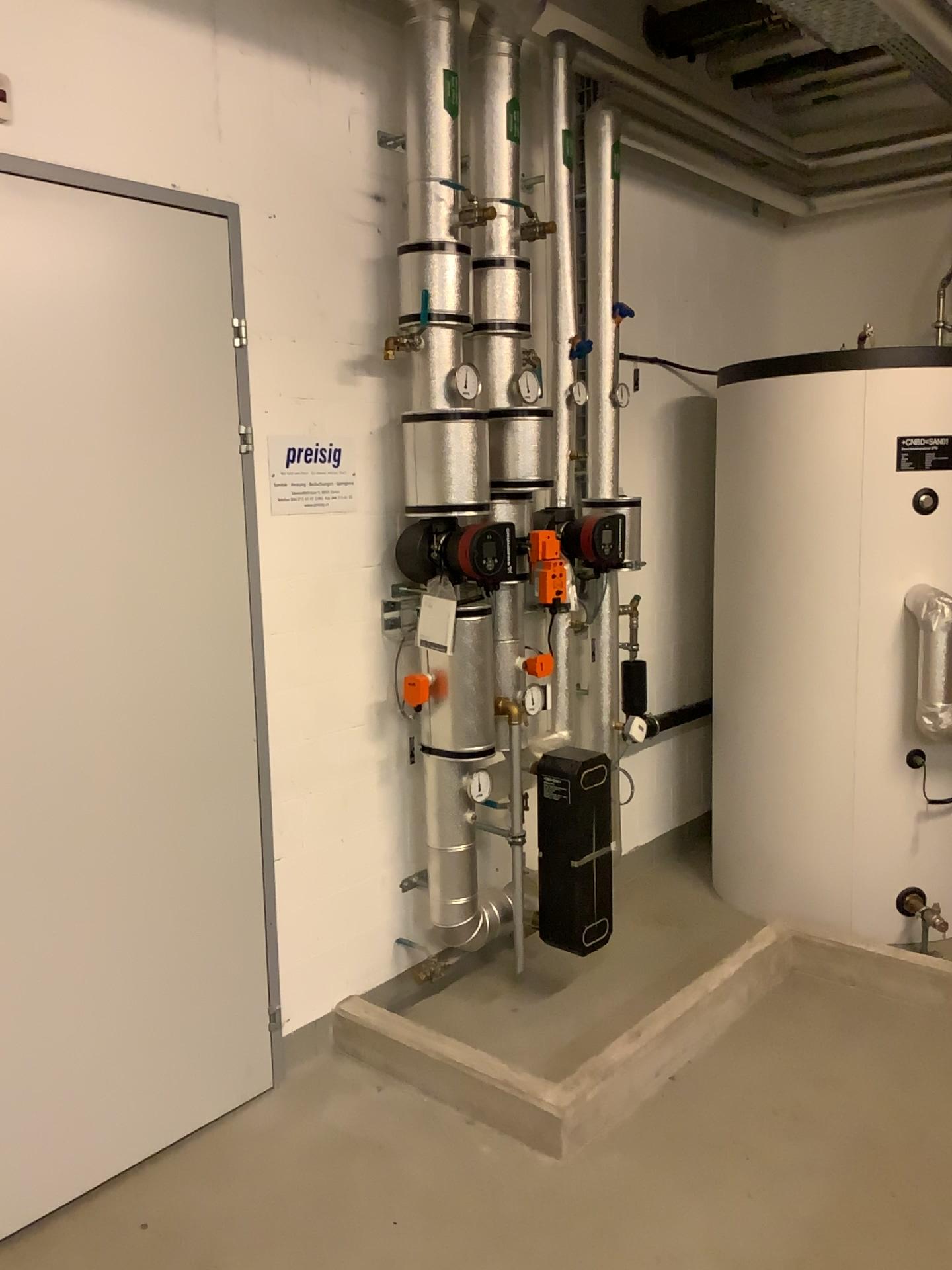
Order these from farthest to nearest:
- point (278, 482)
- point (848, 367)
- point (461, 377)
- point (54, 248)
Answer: point (848, 367)
point (461, 377)
point (278, 482)
point (54, 248)

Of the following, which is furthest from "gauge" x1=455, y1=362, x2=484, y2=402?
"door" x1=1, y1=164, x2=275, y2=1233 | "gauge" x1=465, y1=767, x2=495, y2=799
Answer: "gauge" x1=465, y1=767, x2=495, y2=799

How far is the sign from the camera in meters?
2.7

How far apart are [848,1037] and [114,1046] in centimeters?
195cm

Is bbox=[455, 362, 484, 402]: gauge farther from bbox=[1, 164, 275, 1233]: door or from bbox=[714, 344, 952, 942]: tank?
bbox=[714, 344, 952, 942]: tank

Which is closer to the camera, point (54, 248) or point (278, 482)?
point (54, 248)

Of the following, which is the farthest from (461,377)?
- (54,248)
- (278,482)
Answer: (54,248)

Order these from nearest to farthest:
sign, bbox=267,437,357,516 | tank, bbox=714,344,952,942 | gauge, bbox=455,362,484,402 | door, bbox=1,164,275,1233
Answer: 1. door, bbox=1,164,275,1233
2. sign, bbox=267,437,357,516
3. gauge, bbox=455,362,484,402
4. tank, bbox=714,344,952,942

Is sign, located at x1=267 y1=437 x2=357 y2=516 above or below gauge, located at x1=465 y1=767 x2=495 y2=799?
above

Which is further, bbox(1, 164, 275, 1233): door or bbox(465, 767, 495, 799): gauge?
bbox(465, 767, 495, 799): gauge
